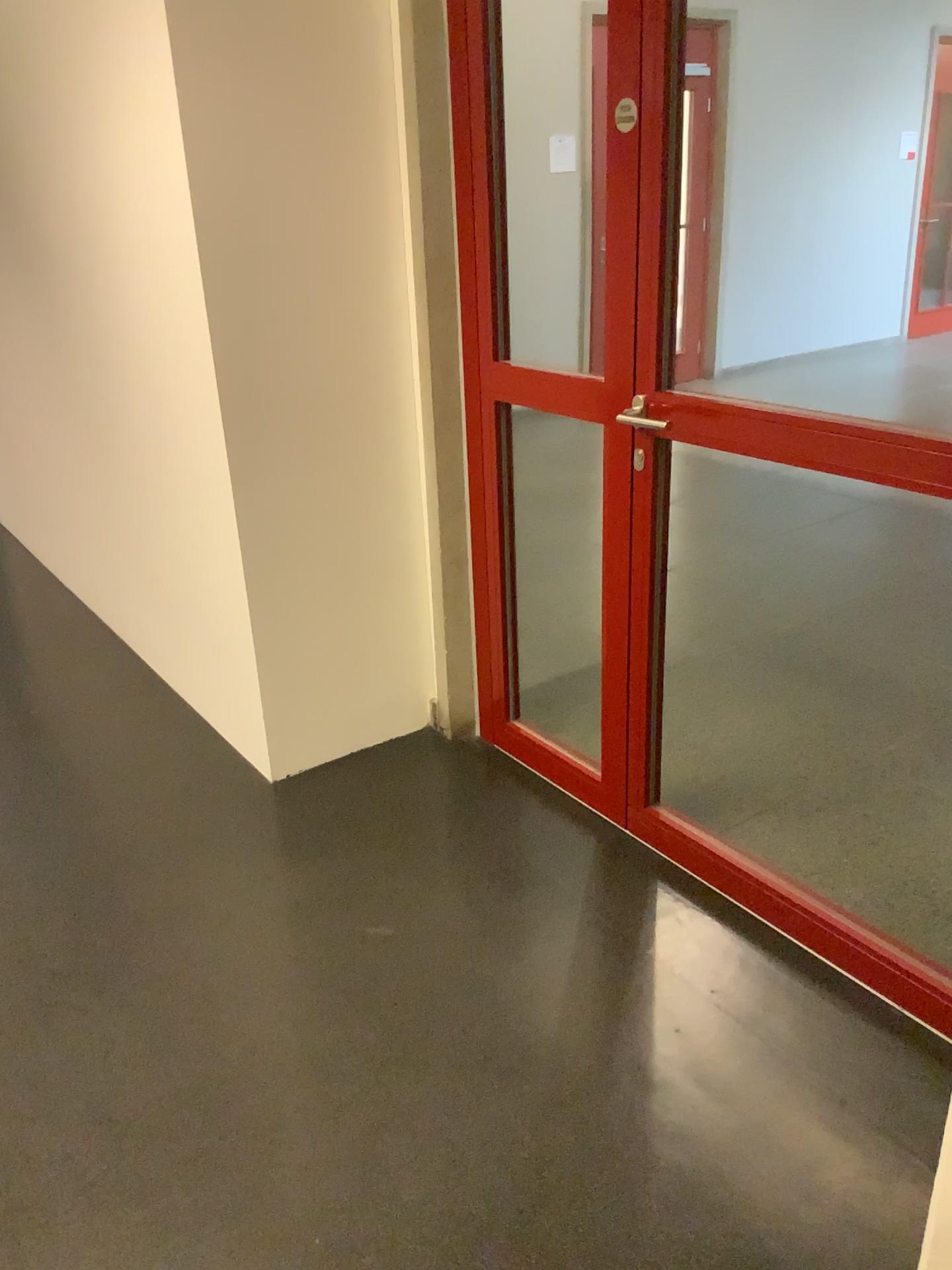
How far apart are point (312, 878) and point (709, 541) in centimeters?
267cm
